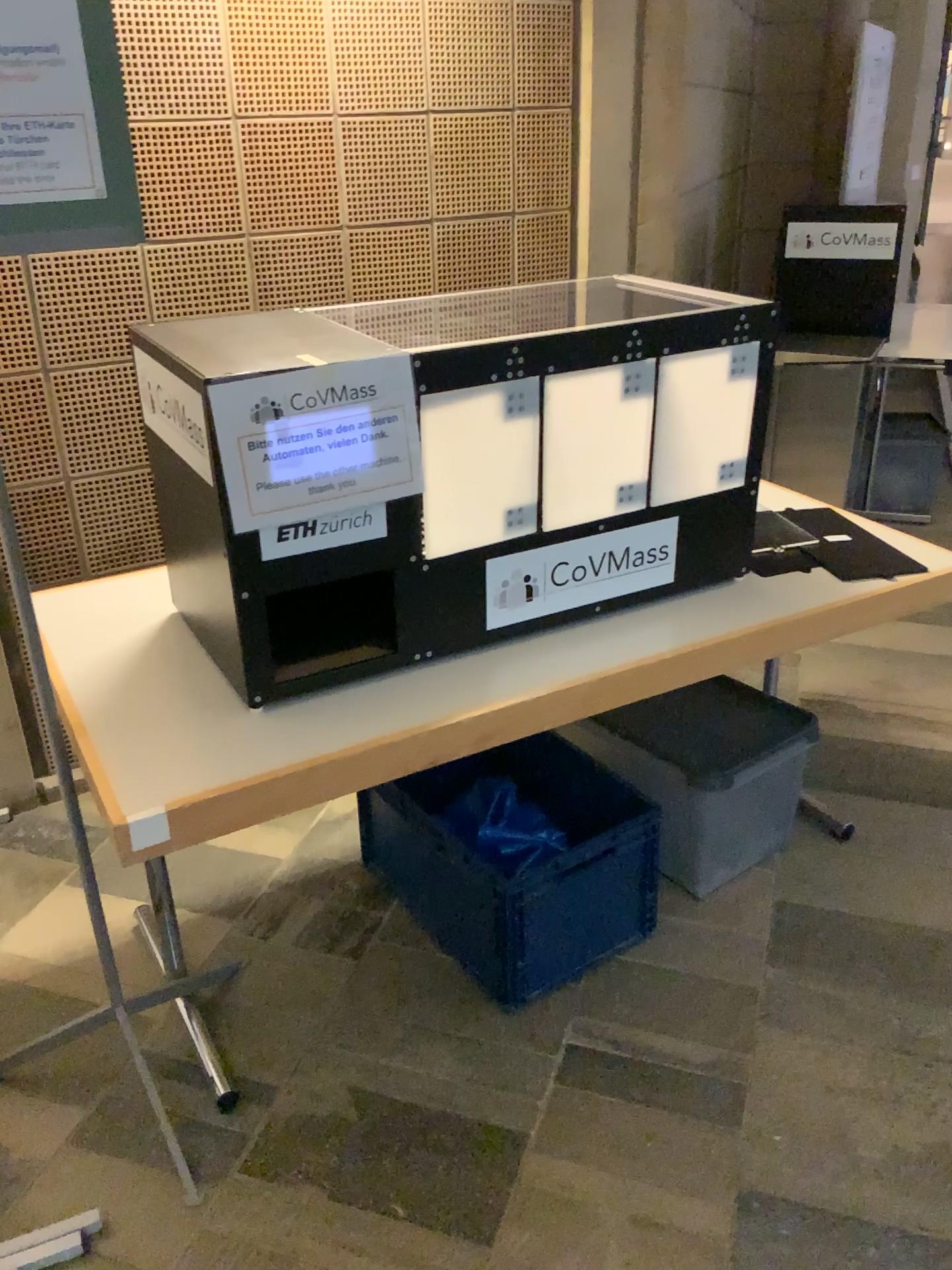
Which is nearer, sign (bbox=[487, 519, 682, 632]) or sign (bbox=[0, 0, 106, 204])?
sign (bbox=[0, 0, 106, 204])

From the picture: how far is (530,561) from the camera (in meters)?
1.79

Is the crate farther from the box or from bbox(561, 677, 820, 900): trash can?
the box

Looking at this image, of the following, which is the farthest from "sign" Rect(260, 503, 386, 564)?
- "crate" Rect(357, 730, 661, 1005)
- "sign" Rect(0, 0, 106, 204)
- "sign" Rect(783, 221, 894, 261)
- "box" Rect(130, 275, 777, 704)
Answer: "sign" Rect(783, 221, 894, 261)

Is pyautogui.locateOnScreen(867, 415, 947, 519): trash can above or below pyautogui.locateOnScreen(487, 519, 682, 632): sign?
below

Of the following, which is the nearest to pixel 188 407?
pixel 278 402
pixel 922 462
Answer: pixel 278 402

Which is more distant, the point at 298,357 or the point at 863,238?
Answer: the point at 863,238

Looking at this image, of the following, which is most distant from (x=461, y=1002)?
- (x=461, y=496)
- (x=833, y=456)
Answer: (x=833, y=456)

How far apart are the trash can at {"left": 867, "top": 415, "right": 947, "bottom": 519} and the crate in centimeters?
264cm

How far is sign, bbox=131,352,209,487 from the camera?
1.5m
